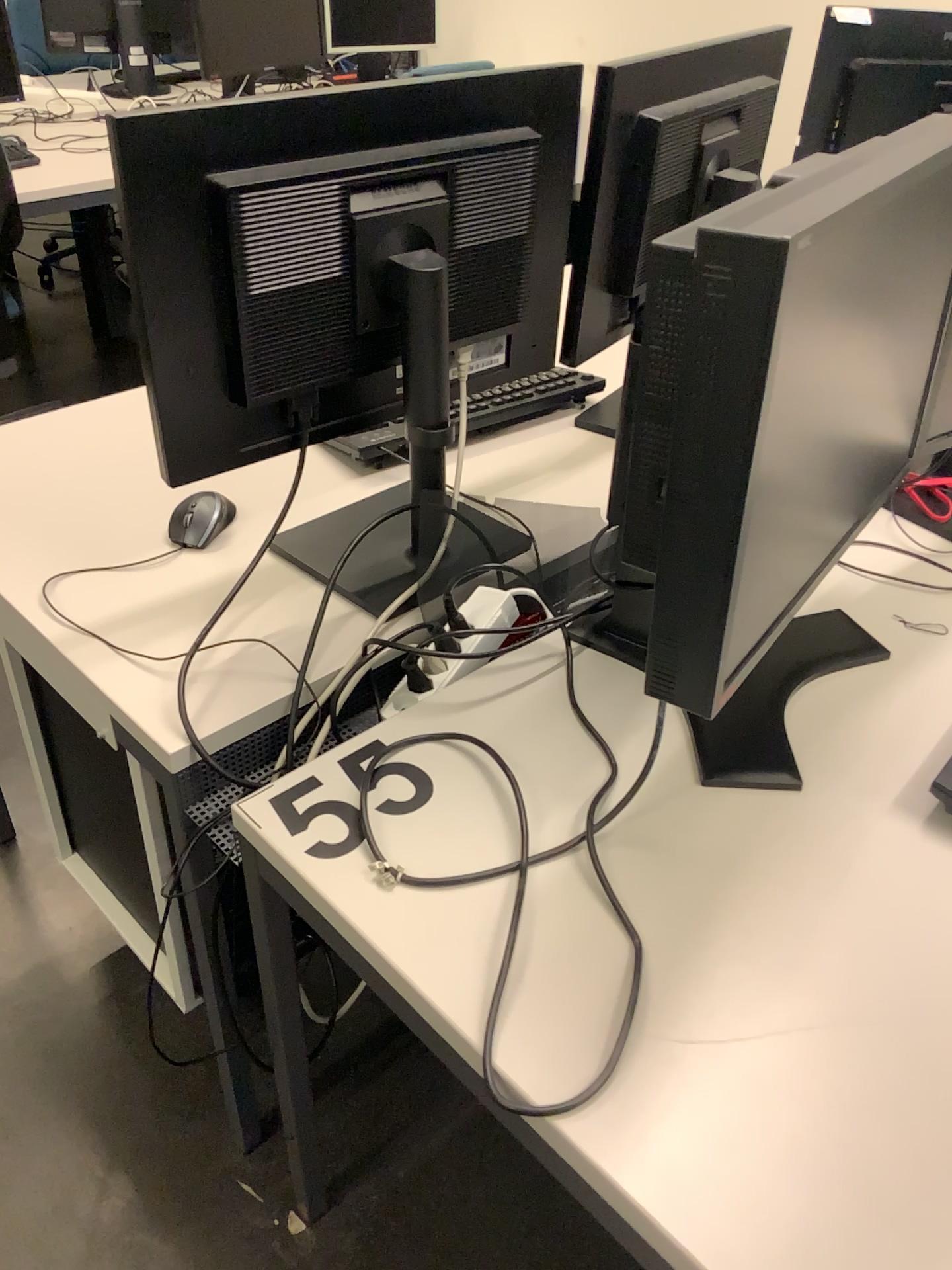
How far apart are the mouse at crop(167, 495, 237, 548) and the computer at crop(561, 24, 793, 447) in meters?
0.5

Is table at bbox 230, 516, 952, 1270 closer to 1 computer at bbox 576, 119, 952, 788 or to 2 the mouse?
1 computer at bbox 576, 119, 952, 788

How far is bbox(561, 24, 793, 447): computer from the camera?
1.3m

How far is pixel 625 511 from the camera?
0.8 meters

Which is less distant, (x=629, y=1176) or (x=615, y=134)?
(x=629, y=1176)

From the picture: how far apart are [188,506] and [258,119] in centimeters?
46cm

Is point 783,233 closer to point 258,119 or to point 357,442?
point 258,119

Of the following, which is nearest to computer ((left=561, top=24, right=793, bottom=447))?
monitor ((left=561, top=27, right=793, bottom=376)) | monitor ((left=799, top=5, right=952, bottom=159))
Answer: monitor ((left=561, top=27, right=793, bottom=376))

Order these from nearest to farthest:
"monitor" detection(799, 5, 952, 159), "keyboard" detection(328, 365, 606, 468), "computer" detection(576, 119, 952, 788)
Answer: "computer" detection(576, 119, 952, 788) → "keyboard" detection(328, 365, 606, 468) → "monitor" detection(799, 5, 952, 159)

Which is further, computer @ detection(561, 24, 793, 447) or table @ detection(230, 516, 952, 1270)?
computer @ detection(561, 24, 793, 447)
